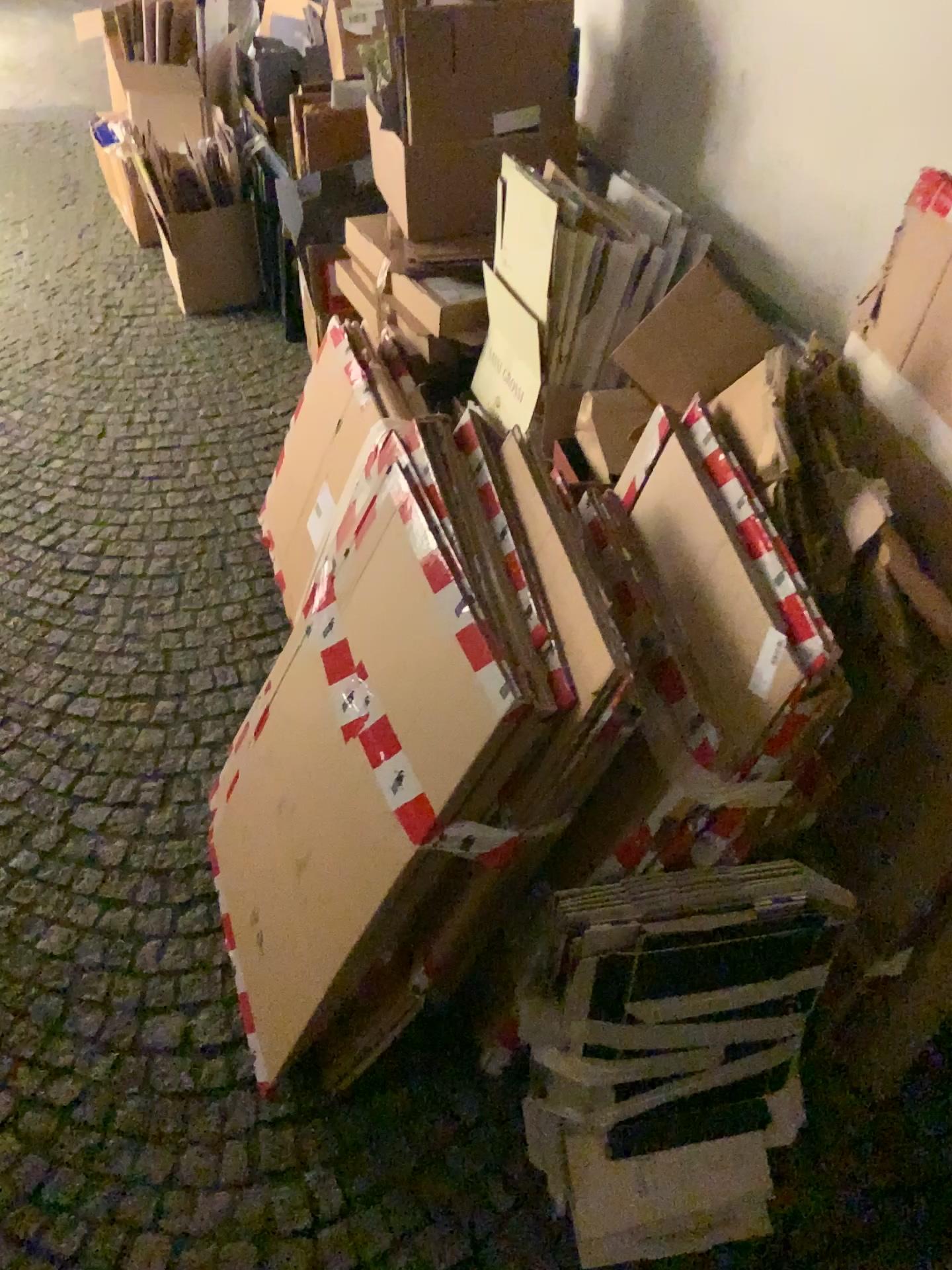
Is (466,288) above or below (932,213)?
below

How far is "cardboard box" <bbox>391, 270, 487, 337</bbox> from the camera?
2.28m

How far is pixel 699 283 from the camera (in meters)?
1.50

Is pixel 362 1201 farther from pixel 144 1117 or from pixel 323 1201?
pixel 144 1117

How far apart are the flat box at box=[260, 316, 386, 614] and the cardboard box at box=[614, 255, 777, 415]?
0.61m

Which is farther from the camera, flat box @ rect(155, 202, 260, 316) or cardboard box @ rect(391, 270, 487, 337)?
flat box @ rect(155, 202, 260, 316)

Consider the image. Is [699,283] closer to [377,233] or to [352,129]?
[377,233]

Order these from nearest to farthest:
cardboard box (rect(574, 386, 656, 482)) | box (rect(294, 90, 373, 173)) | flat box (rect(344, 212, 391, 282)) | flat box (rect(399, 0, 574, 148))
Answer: cardboard box (rect(574, 386, 656, 482)), flat box (rect(399, 0, 574, 148)), flat box (rect(344, 212, 391, 282)), box (rect(294, 90, 373, 173))

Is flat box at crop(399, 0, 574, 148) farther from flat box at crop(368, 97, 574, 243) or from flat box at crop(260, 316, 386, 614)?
flat box at crop(260, 316, 386, 614)

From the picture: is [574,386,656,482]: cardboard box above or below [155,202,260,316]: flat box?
above
